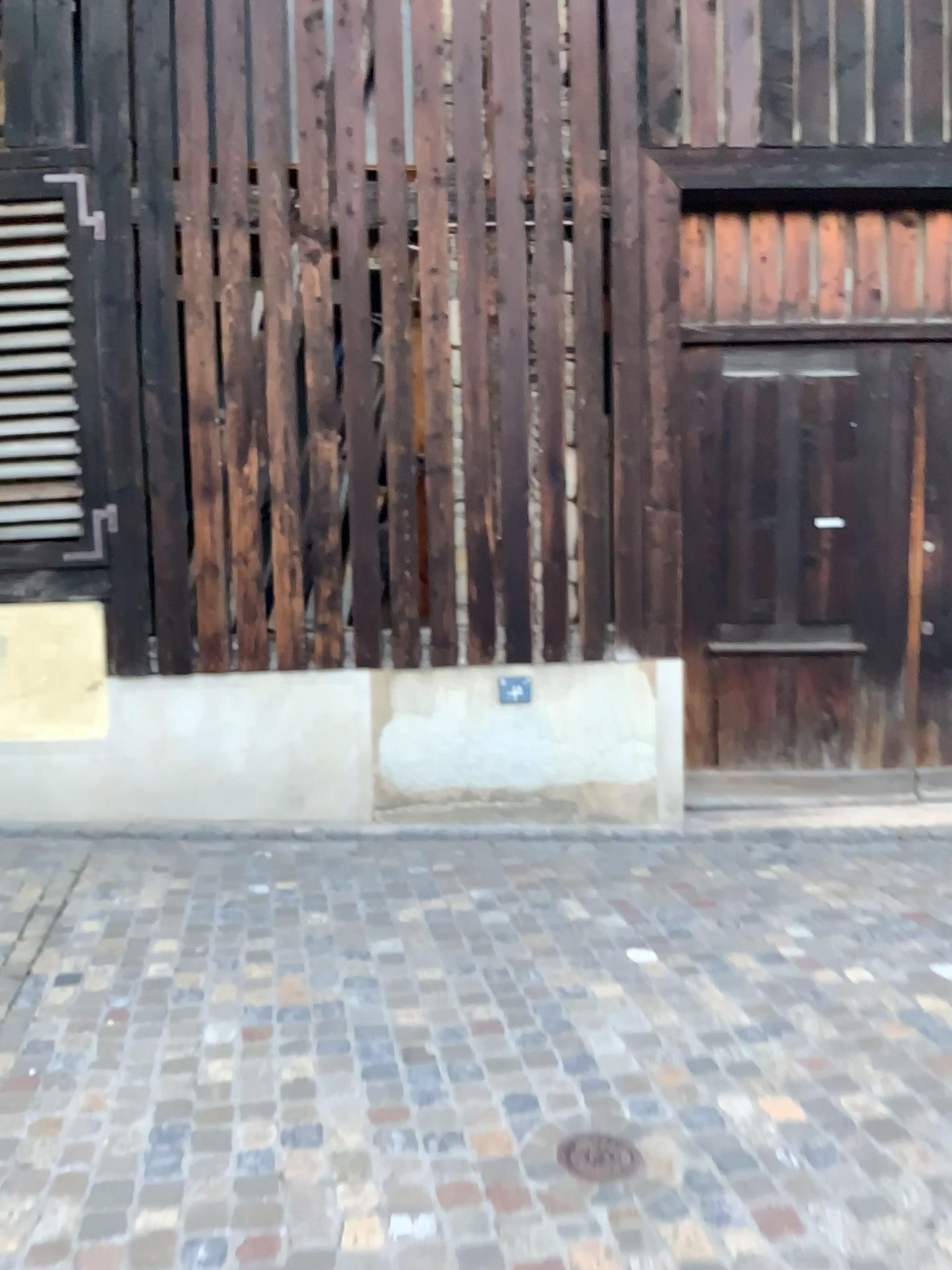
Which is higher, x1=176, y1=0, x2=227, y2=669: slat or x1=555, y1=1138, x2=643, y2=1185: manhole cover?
x1=176, y1=0, x2=227, y2=669: slat

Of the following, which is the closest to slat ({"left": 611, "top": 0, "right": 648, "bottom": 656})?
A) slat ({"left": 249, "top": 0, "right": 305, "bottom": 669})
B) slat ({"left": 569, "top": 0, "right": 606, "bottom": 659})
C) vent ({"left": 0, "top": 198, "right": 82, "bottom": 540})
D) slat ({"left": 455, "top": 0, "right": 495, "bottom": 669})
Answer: slat ({"left": 569, "top": 0, "right": 606, "bottom": 659})

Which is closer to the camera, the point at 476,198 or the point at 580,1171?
the point at 580,1171

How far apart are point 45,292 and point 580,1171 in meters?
4.0

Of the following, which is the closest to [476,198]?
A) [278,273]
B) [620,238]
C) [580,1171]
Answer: [620,238]

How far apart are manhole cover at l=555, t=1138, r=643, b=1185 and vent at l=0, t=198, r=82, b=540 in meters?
3.4 m

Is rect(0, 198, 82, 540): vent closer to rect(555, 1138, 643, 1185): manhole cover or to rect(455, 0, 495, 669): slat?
rect(455, 0, 495, 669): slat

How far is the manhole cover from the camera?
2.3m

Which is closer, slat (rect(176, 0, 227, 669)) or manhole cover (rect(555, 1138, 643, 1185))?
manhole cover (rect(555, 1138, 643, 1185))

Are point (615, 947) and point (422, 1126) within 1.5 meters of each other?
yes
